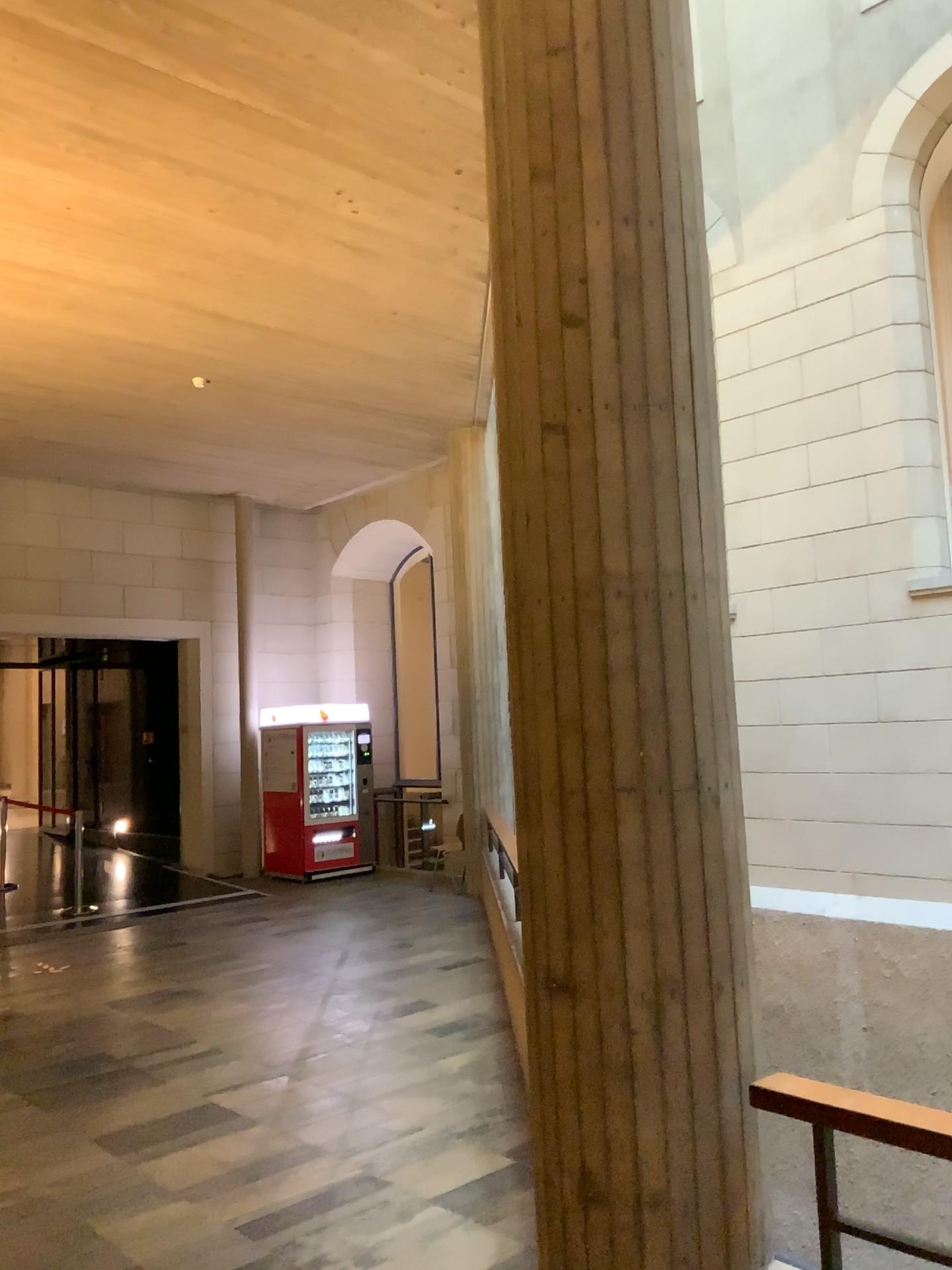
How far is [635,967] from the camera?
2.3m

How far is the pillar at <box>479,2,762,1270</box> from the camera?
2.3m

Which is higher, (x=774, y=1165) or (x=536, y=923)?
(x=536, y=923)
